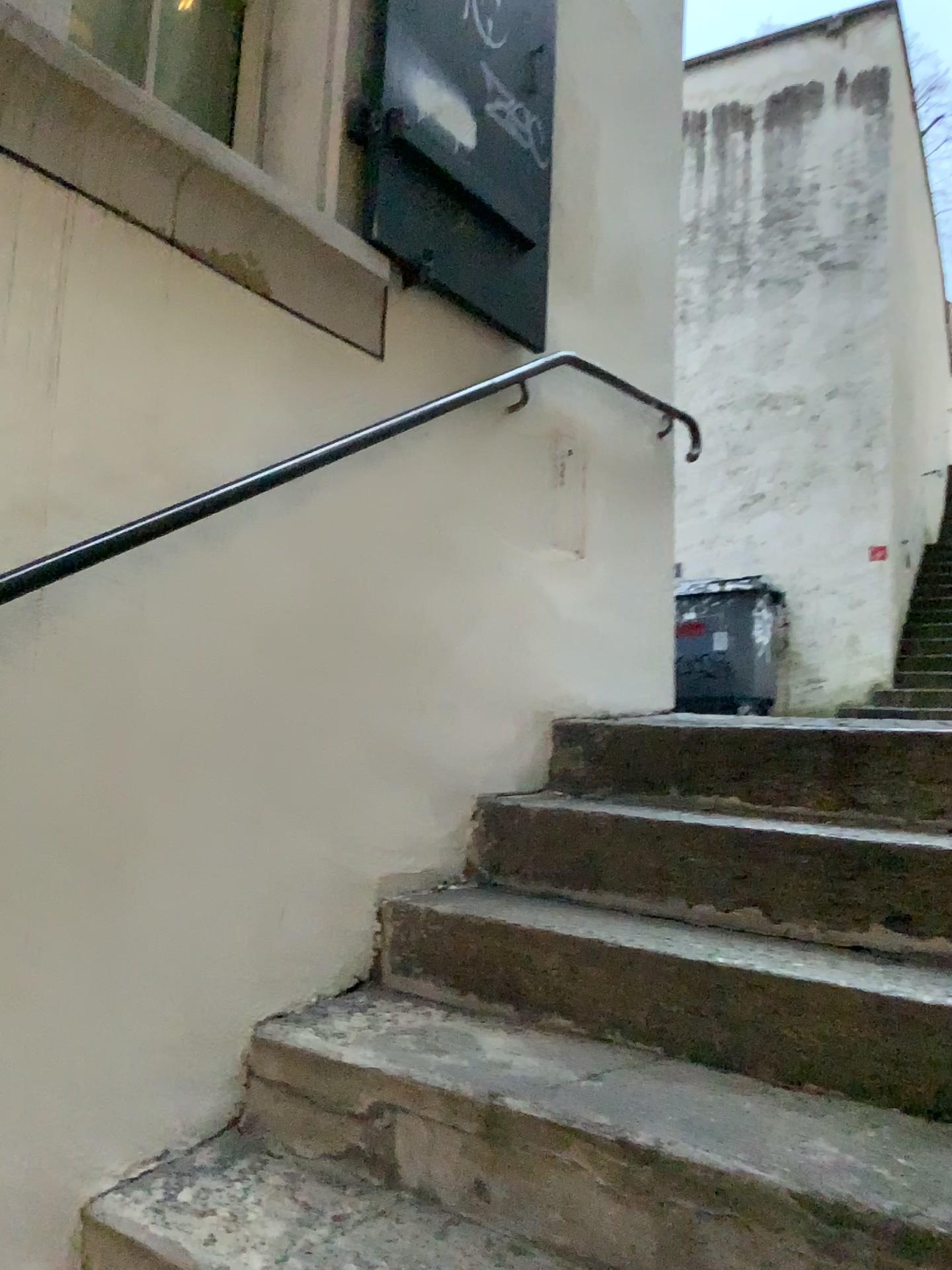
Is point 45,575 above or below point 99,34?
below

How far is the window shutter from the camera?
2.05m

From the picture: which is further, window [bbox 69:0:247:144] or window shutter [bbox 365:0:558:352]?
window shutter [bbox 365:0:558:352]

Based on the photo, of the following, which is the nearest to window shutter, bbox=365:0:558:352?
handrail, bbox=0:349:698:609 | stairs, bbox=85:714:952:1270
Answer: handrail, bbox=0:349:698:609

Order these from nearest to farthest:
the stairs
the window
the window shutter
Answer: the stairs → the window → the window shutter

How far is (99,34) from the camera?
1.71m

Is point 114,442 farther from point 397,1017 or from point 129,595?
point 397,1017

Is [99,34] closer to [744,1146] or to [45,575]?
[45,575]

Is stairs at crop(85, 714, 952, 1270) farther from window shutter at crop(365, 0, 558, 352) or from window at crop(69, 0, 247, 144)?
window at crop(69, 0, 247, 144)

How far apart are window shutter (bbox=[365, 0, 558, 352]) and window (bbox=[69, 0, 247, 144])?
0.3m
